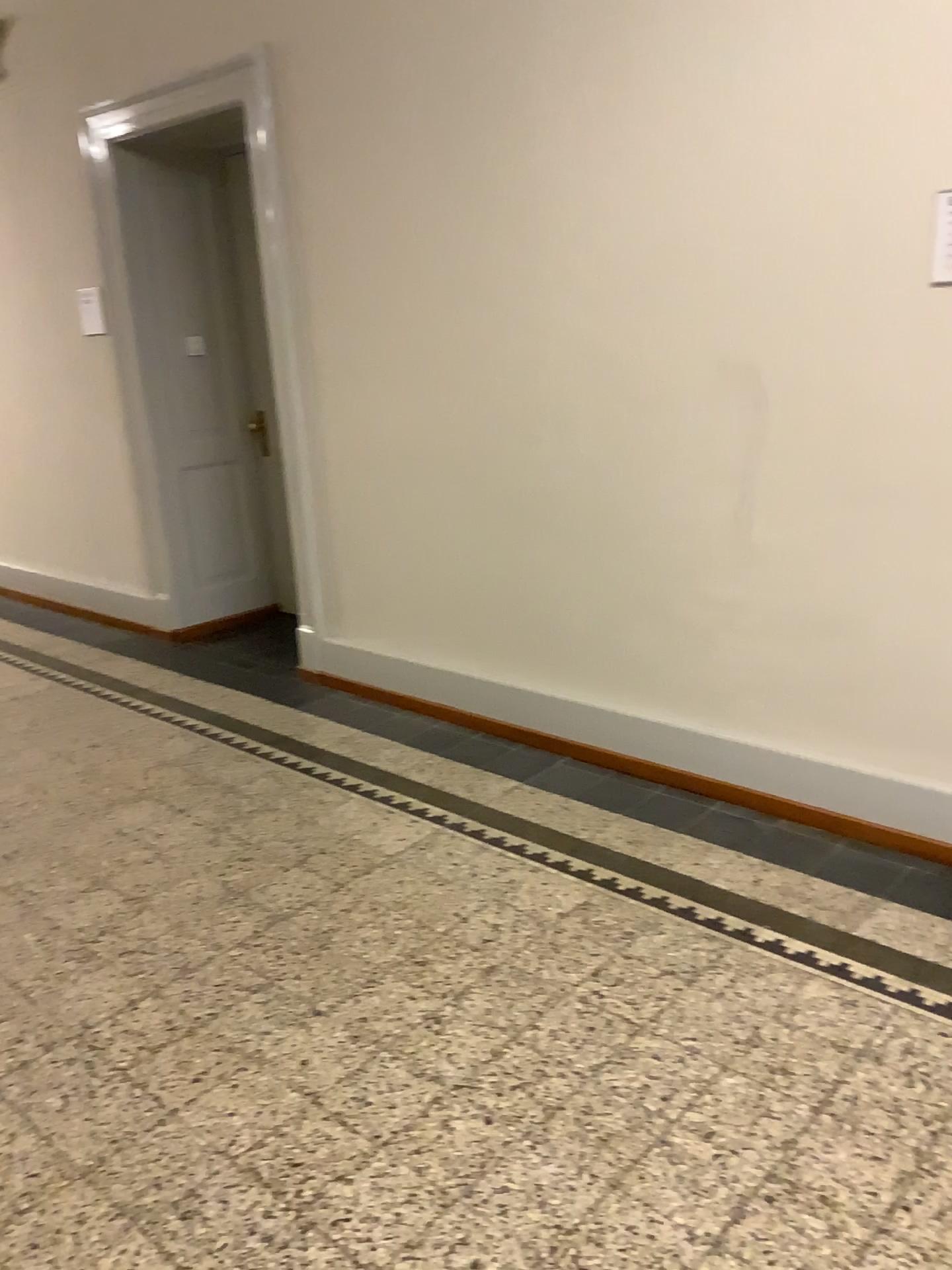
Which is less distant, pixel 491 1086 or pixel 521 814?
pixel 491 1086
